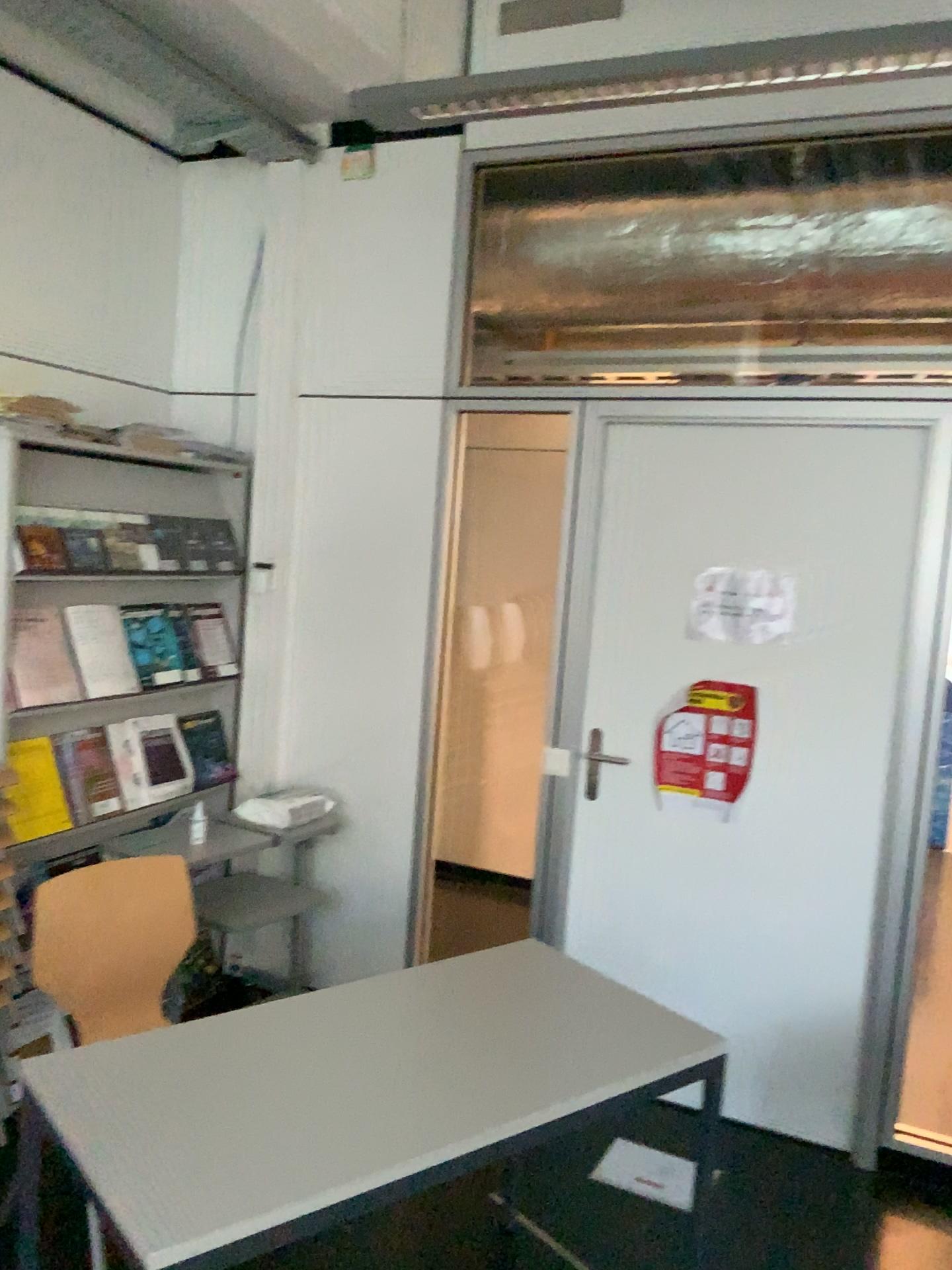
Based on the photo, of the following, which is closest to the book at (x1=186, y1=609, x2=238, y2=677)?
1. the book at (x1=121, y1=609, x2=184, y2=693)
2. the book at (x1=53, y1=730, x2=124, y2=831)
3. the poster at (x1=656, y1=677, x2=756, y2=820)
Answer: the book at (x1=121, y1=609, x2=184, y2=693)

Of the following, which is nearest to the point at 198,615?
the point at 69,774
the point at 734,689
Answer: the point at 69,774

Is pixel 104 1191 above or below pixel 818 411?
below

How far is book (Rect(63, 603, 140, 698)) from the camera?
3.0 meters

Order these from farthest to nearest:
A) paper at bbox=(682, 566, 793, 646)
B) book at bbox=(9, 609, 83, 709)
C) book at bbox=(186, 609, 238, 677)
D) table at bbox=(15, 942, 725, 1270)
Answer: book at bbox=(186, 609, 238, 677)
paper at bbox=(682, 566, 793, 646)
book at bbox=(9, 609, 83, 709)
table at bbox=(15, 942, 725, 1270)

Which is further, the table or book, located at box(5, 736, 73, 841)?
book, located at box(5, 736, 73, 841)

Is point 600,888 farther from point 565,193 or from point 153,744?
point 565,193

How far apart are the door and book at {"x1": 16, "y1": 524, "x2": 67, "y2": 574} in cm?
150

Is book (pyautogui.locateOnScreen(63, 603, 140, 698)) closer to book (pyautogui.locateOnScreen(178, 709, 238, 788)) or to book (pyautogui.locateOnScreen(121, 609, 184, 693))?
book (pyautogui.locateOnScreen(121, 609, 184, 693))

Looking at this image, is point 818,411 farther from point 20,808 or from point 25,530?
point 20,808
